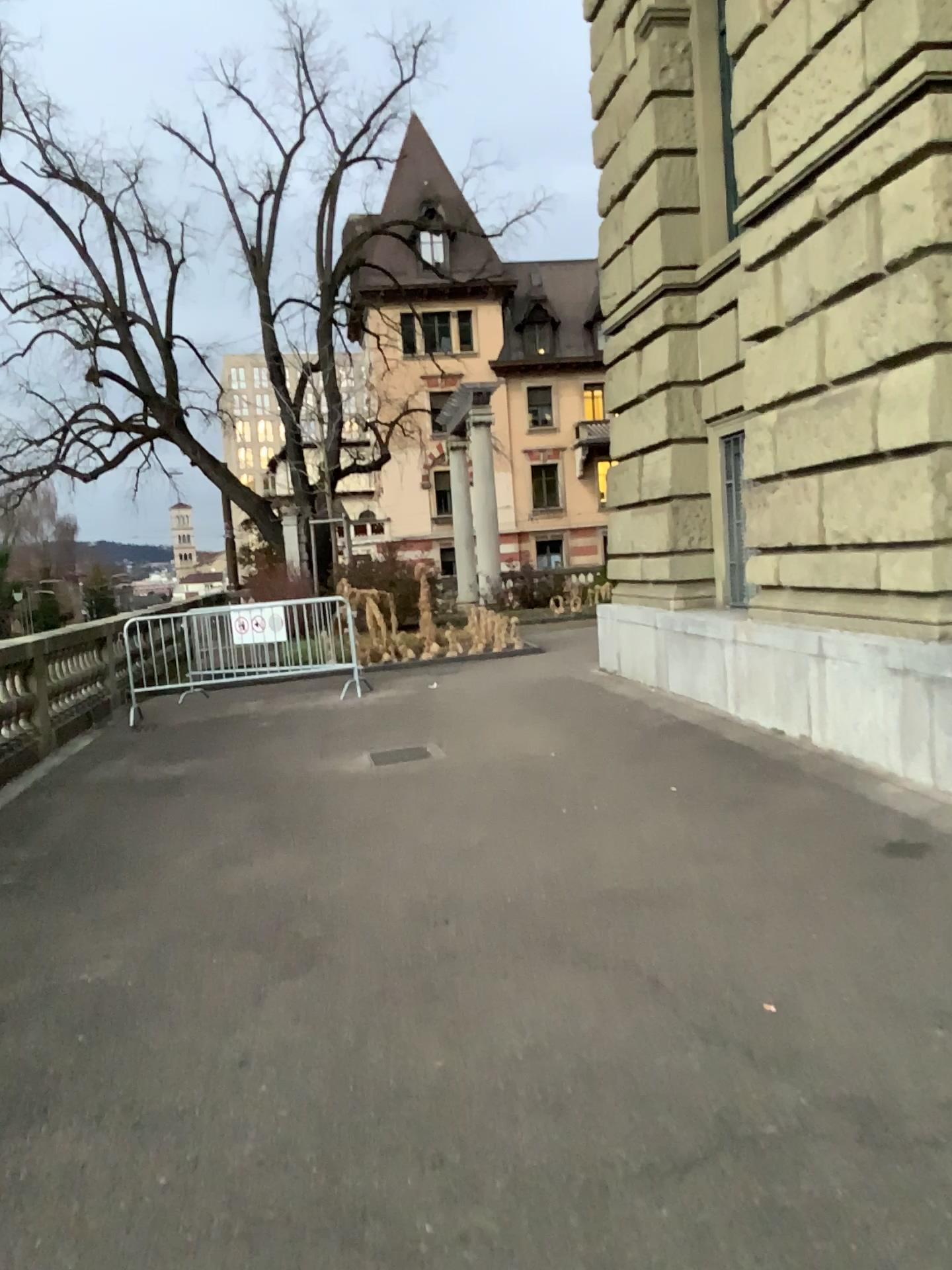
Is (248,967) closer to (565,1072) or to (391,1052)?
(391,1052)
